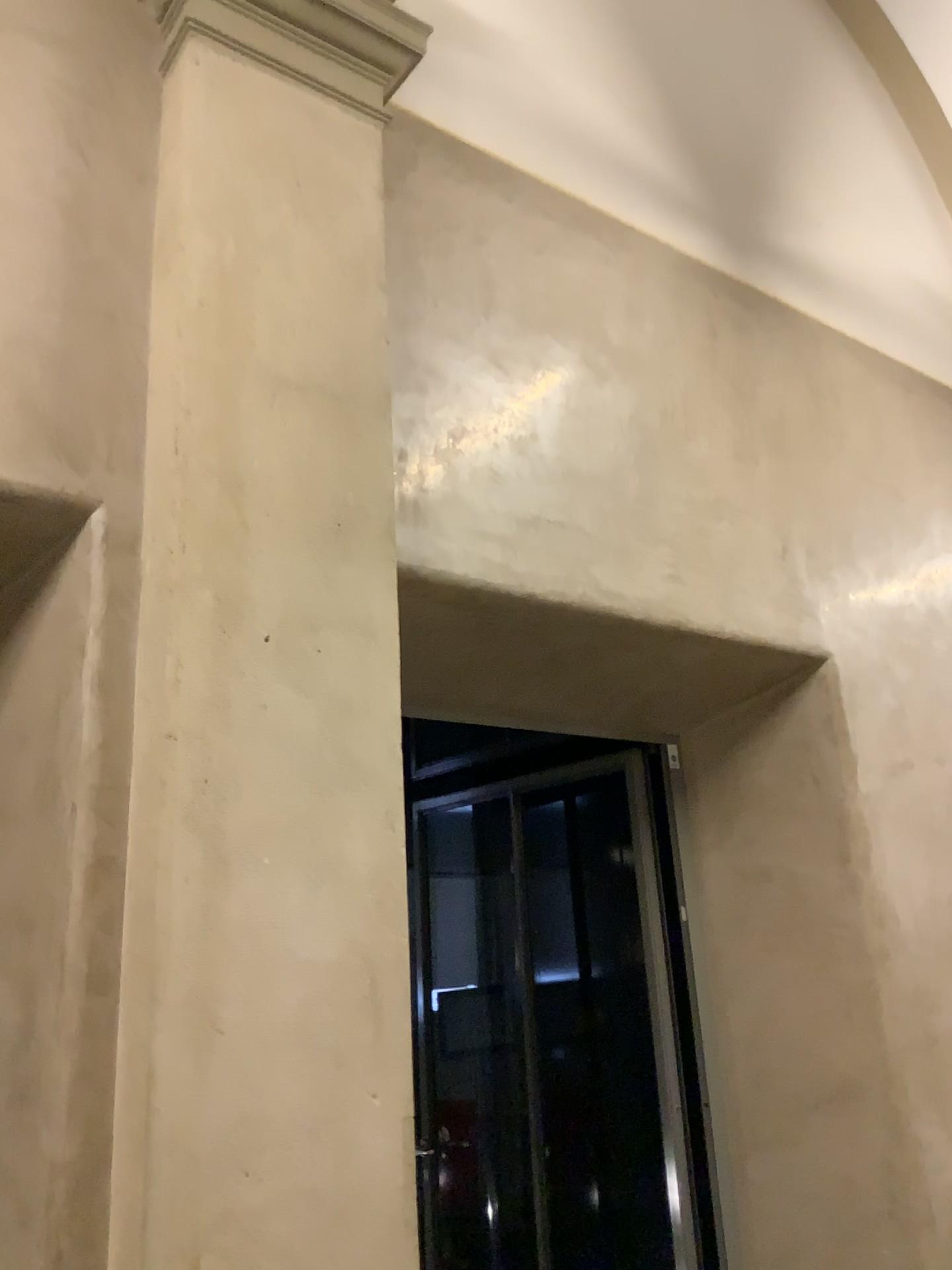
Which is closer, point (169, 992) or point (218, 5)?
point (169, 992)

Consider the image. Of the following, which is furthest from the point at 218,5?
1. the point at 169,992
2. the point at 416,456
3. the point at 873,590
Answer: the point at 873,590

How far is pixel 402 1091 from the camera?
2.09m

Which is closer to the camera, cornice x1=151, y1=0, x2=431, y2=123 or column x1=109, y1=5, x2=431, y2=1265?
column x1=109, y1=5, x2=431, y2=1265

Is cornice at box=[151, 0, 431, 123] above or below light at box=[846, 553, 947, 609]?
above

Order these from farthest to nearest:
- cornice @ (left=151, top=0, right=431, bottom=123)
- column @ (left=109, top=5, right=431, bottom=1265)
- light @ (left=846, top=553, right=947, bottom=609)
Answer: light @ (left=846, top=553, right=947, bottom=609) → cornice @ (left=151, top=0, right=431, bottom=123) → column @ (left=109, top=5, right=431, bottom=1265)

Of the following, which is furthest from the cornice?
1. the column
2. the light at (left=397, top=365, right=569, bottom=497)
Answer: the light at (left=397, top=365, right=569, bottom=497)

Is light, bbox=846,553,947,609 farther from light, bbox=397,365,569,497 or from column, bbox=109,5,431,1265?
column, bbox=109,5,431,1265

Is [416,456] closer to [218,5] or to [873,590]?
[218,5]

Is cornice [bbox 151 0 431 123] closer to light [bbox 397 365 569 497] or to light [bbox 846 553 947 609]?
light [bbox 397 365 569 497]
